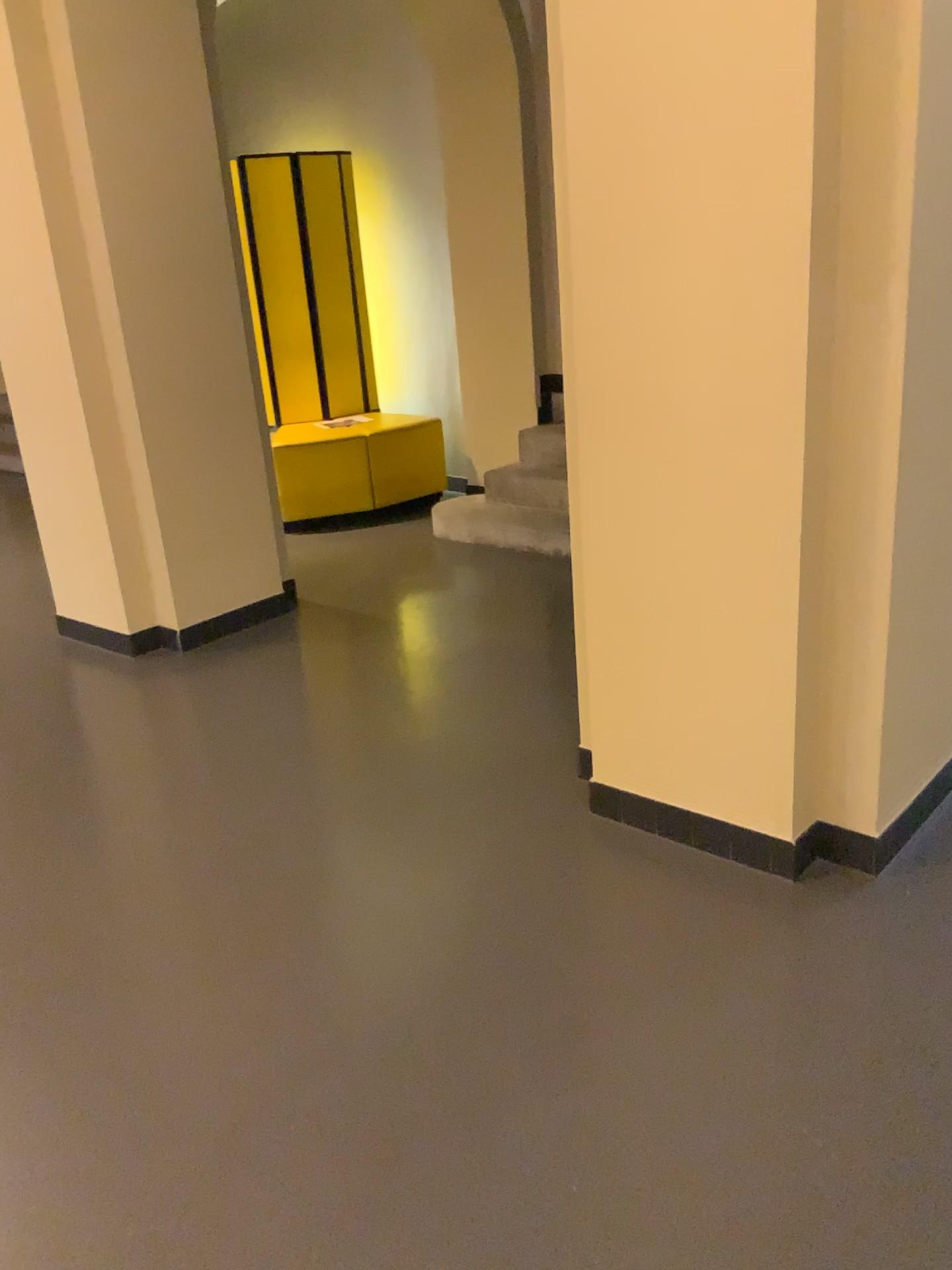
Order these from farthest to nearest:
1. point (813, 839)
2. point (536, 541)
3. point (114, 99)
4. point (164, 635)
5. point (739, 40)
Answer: point (536, 541) → point (164, 635) → point (114, 99) → point (813, 839) → point (739, 40)

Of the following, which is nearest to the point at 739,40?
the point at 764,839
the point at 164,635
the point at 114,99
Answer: the point at 764,839

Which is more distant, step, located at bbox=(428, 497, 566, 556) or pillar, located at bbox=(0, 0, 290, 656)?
step, located at bbox=(428, 497, 566, 556)

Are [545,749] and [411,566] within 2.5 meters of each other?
yes

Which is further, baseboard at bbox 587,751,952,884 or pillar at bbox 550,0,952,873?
baseboard at bbox 587,751,952,884

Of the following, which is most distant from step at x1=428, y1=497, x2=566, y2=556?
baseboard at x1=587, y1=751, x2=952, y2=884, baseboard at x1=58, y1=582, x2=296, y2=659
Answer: baseboard at x1=587, y1=751, x2=952, y2=884

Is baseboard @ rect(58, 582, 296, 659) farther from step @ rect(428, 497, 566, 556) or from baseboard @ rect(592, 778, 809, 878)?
baseboard @ rect(592, 778, 809, 878)

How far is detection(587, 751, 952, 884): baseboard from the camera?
2.4m

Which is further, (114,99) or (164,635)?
(164,635)

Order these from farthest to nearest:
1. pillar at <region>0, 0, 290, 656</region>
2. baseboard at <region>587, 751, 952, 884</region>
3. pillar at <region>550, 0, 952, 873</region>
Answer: pillar at <region>0, 0, 290, 656</region> → baseboard at <region>587, 751, 952, 884</region> → pillar at <region>550, 0, 952, 873</region>
